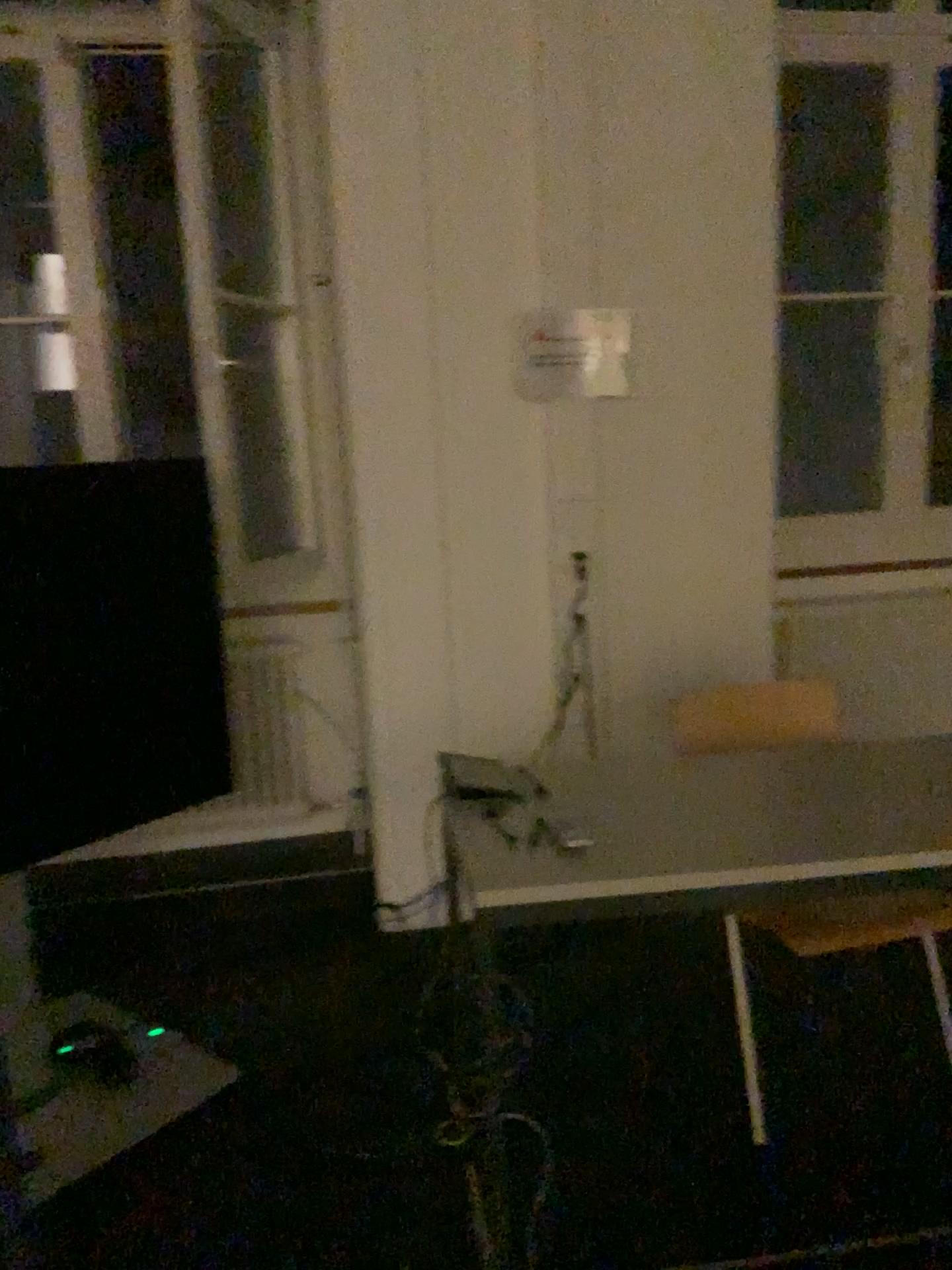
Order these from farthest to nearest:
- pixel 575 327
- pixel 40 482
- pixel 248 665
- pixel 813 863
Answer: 1. pixel 248 665
2. pixel 575 327
3. pixel 40 482
4. pixel 813 863

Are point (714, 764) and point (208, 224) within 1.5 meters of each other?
no

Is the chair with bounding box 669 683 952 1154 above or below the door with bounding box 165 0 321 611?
below

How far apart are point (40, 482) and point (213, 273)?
0.9 meters

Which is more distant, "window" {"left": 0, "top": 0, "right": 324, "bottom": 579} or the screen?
"window" {"left": 0, "top": 0, "right": 324, "bottom": 579}

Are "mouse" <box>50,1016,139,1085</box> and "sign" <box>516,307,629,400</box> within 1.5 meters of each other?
no

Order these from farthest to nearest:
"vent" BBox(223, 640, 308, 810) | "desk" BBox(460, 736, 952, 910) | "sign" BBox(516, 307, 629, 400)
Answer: "vent" BBox(223, 640, 308, 810) < "sign" BBox(516, 307, 629, 400) < "desk" BBox(460, 736, 952, 910)

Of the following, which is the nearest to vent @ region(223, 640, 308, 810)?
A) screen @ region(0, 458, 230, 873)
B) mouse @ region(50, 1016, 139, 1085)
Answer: screen @ region(0, 458, 230, 873)

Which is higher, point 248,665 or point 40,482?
point 40,482

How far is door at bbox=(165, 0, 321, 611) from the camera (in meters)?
2.89
